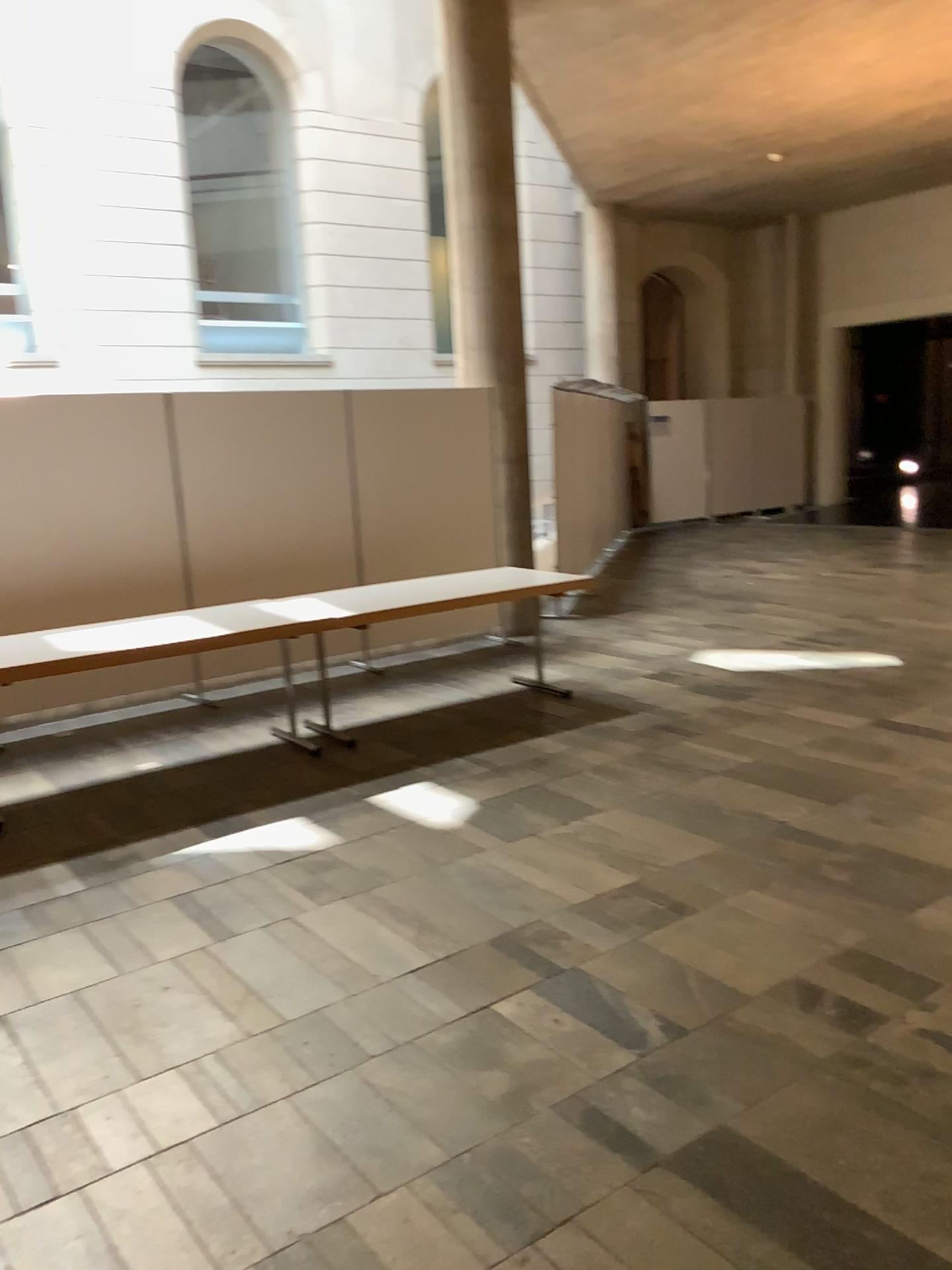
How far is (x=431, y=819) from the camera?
4.42m

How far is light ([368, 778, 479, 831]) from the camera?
4.4 meters

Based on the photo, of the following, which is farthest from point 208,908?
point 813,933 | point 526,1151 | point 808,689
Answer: point 808,689
